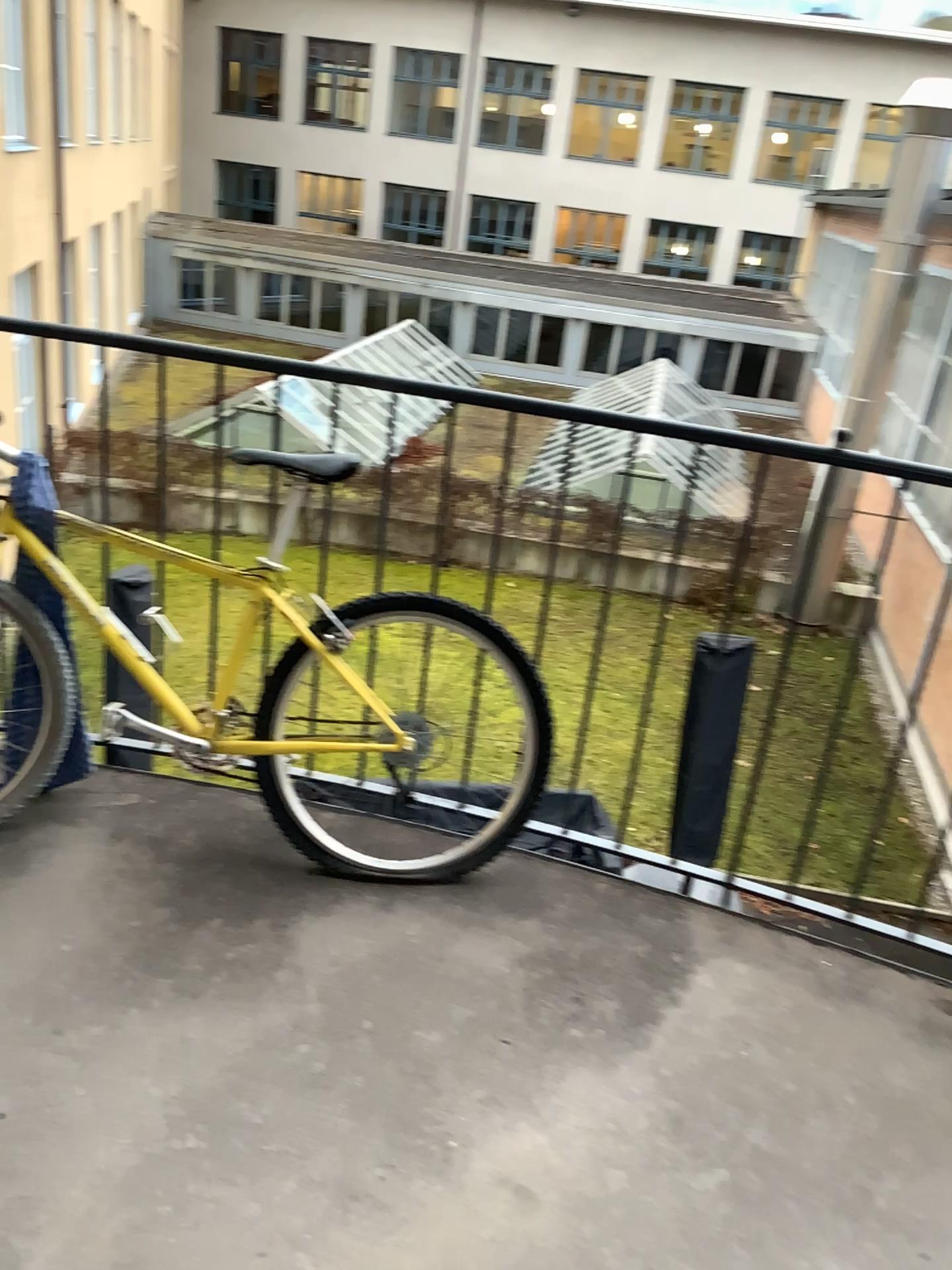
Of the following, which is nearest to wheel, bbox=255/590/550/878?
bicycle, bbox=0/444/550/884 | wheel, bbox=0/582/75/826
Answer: bicycle, bbox=0/444/550/884

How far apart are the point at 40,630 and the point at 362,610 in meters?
0.7 m

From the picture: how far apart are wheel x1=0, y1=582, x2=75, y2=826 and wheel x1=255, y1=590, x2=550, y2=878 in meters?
0.4

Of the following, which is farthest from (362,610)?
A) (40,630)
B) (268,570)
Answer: (40,630)

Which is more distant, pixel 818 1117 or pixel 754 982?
pixel 754 982

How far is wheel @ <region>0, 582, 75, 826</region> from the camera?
2.2 meters

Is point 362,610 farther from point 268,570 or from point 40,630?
point 40,630

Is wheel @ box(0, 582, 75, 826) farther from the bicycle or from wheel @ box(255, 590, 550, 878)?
wheel @ box(255, 590, 550, 878)
